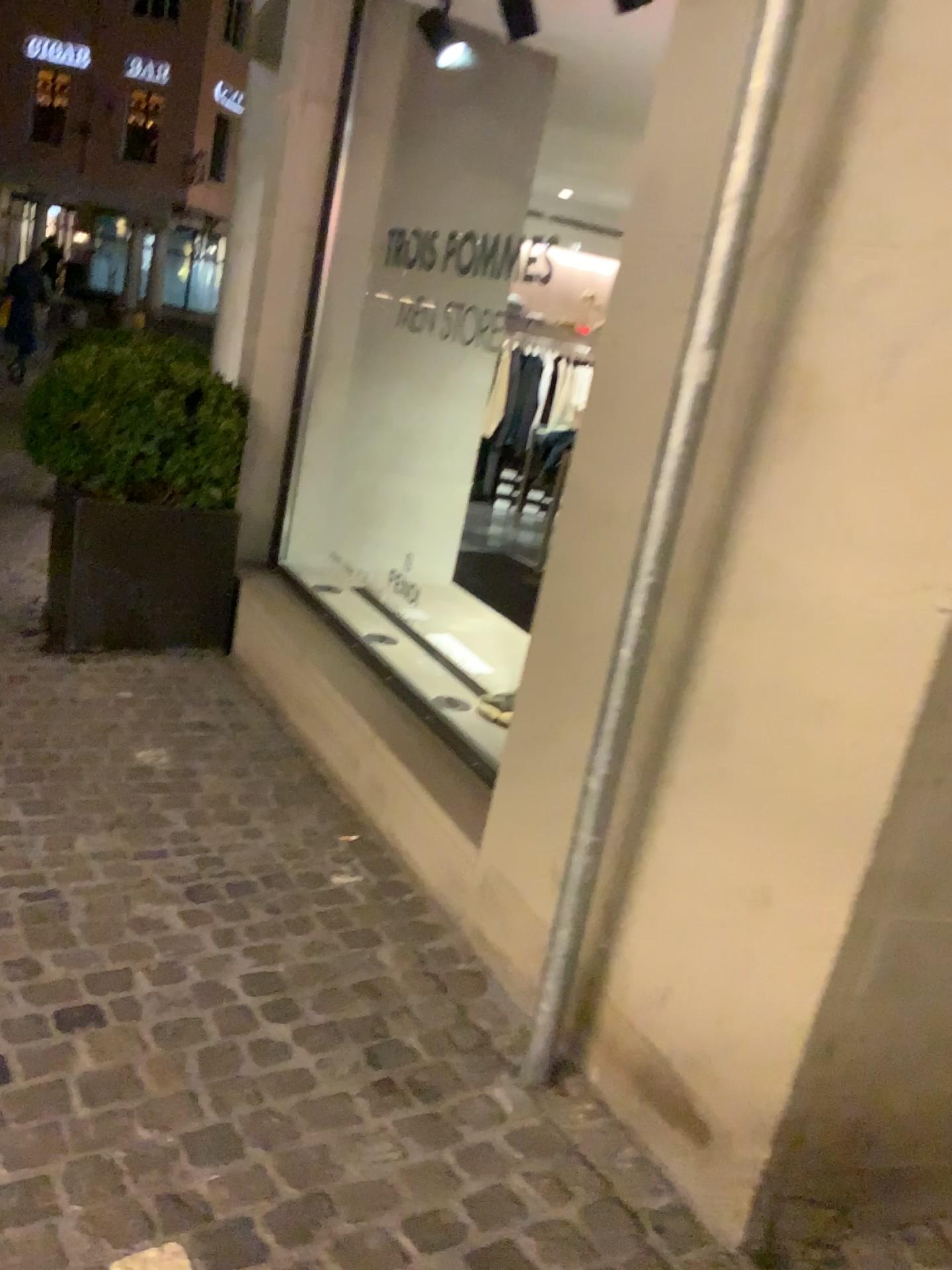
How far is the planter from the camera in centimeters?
385cm

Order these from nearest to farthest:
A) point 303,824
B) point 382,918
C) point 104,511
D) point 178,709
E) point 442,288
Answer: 1. point 382,918
2. point 303,824
3. point 178,709
4. point 104,511
5. point 442,288

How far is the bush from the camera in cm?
385

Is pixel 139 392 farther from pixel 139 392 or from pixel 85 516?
pixel 85 516

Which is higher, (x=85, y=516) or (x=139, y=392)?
(x=139, y=392)

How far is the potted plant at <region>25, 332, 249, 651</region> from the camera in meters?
3.9

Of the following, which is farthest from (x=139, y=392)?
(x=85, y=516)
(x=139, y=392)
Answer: (x=85, y=516)
